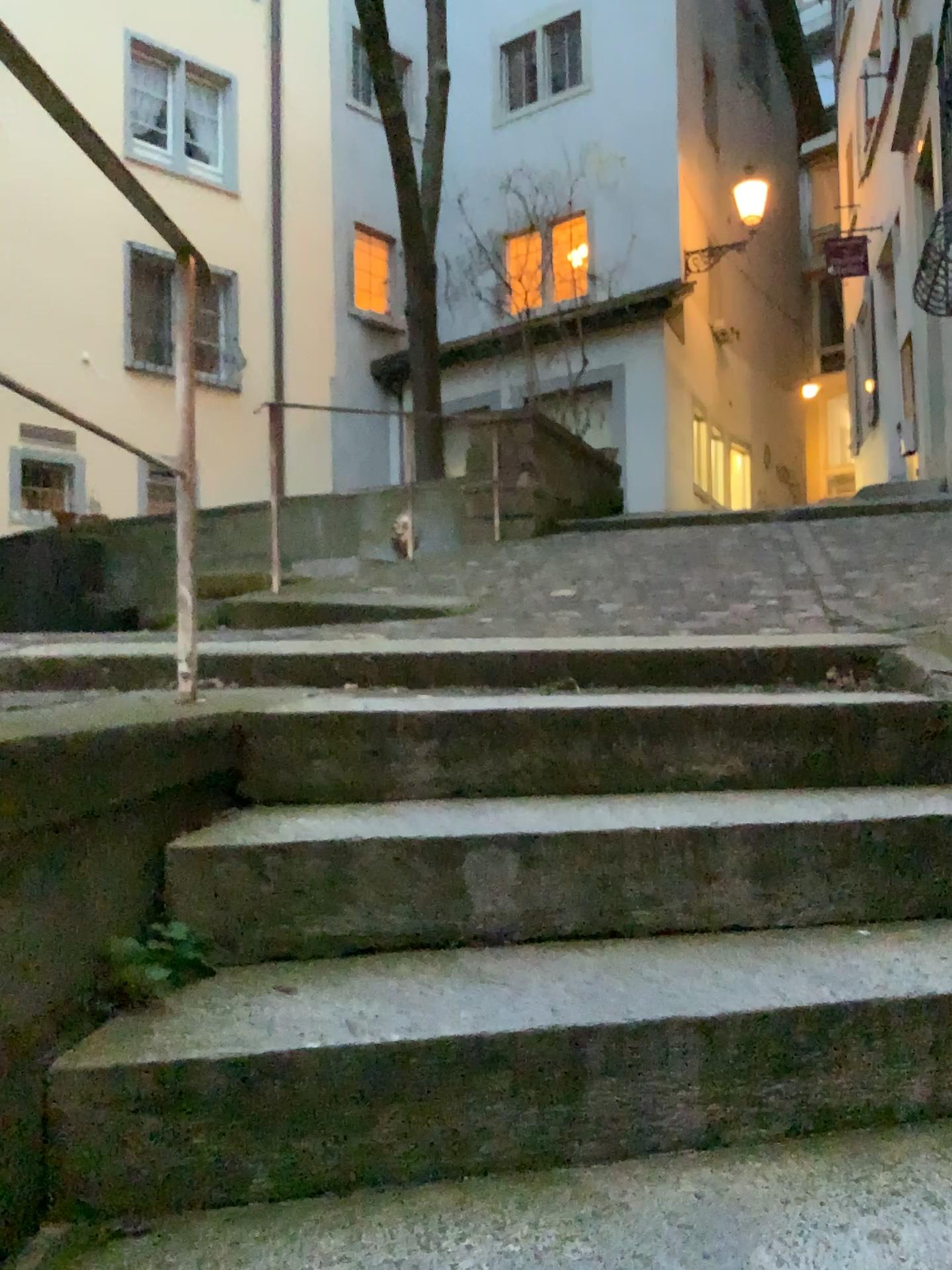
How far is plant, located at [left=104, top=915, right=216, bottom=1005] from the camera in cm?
134

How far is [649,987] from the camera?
1.4m

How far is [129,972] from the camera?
1.3 meters
